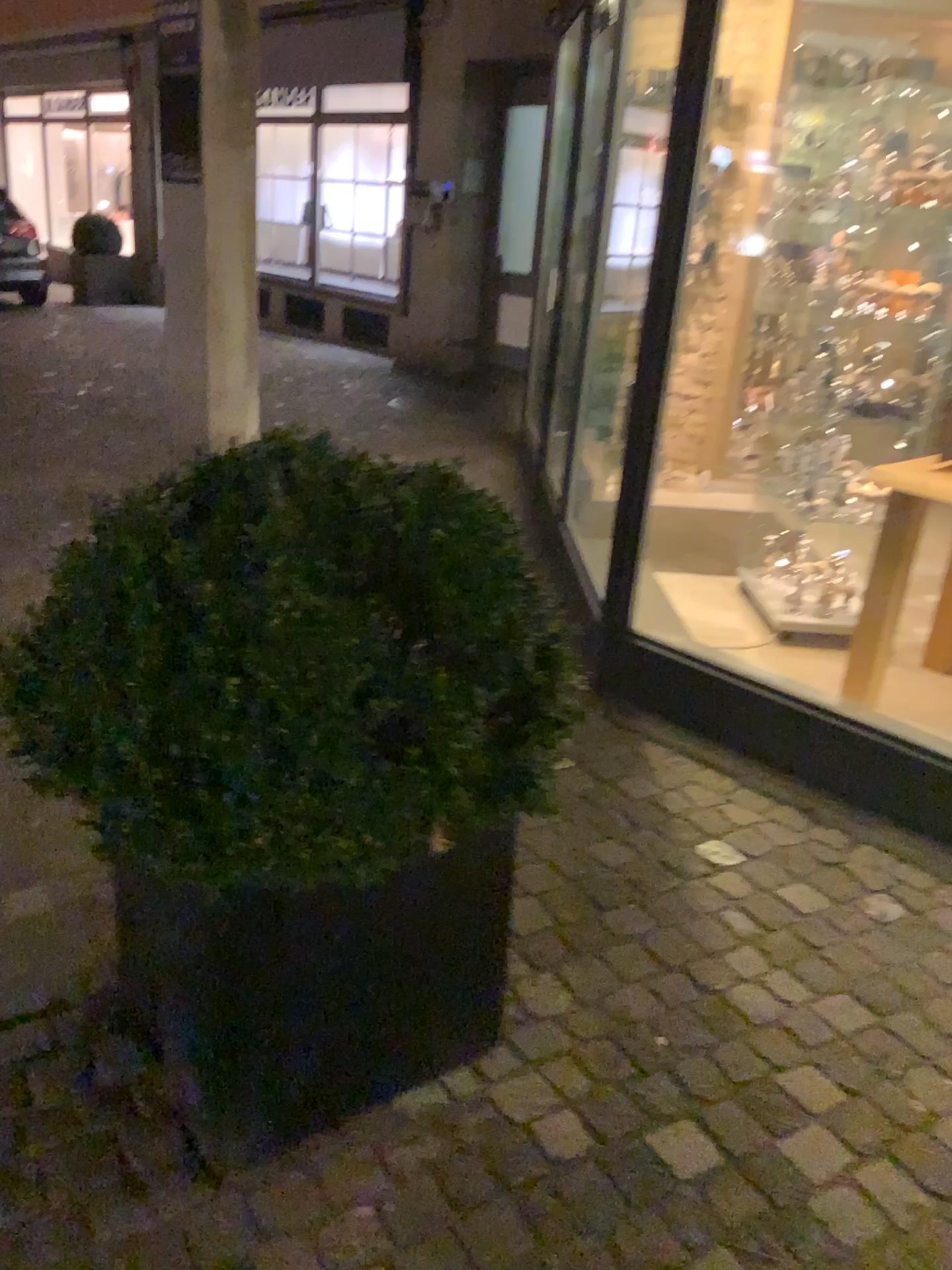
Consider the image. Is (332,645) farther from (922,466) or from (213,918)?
(922,466)

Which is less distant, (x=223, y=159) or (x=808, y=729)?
(x=808, y=729)

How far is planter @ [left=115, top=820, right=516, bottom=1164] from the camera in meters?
1.5 m

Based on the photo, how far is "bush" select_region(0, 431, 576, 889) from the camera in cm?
126

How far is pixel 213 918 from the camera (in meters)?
1.51

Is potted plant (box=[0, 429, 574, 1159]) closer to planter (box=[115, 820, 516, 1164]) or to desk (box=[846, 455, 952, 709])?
planter (box=[115, 820, 516, 1164])

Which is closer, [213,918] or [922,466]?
[213,918]

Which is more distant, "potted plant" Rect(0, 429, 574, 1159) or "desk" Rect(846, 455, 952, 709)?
"desk" Rect(846, 455, 952, 709)

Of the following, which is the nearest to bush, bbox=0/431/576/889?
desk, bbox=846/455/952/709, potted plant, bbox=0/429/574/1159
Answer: potted plant, bbox=0/429/574/1159
